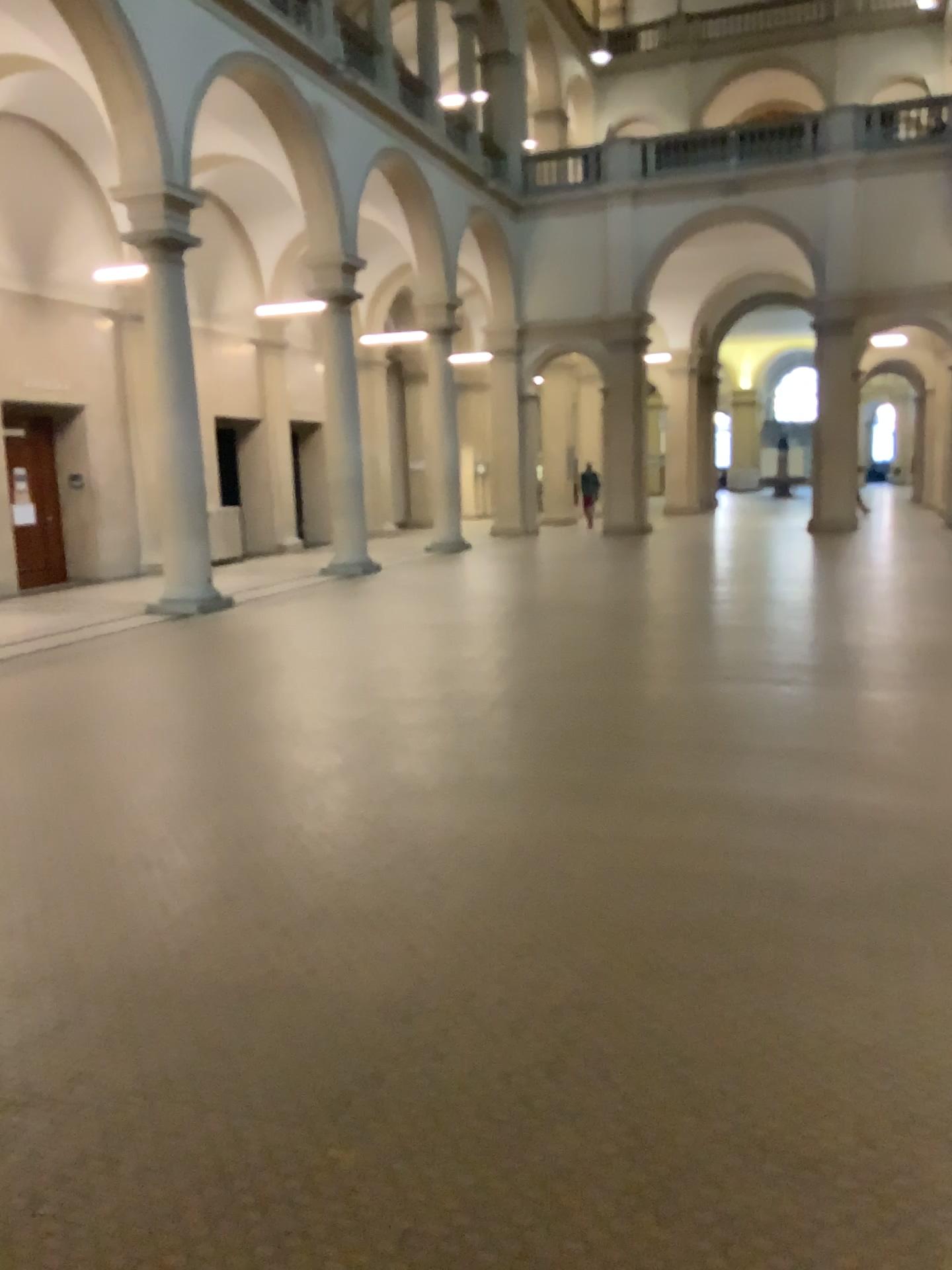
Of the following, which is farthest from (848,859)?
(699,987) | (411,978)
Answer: (411,978)
